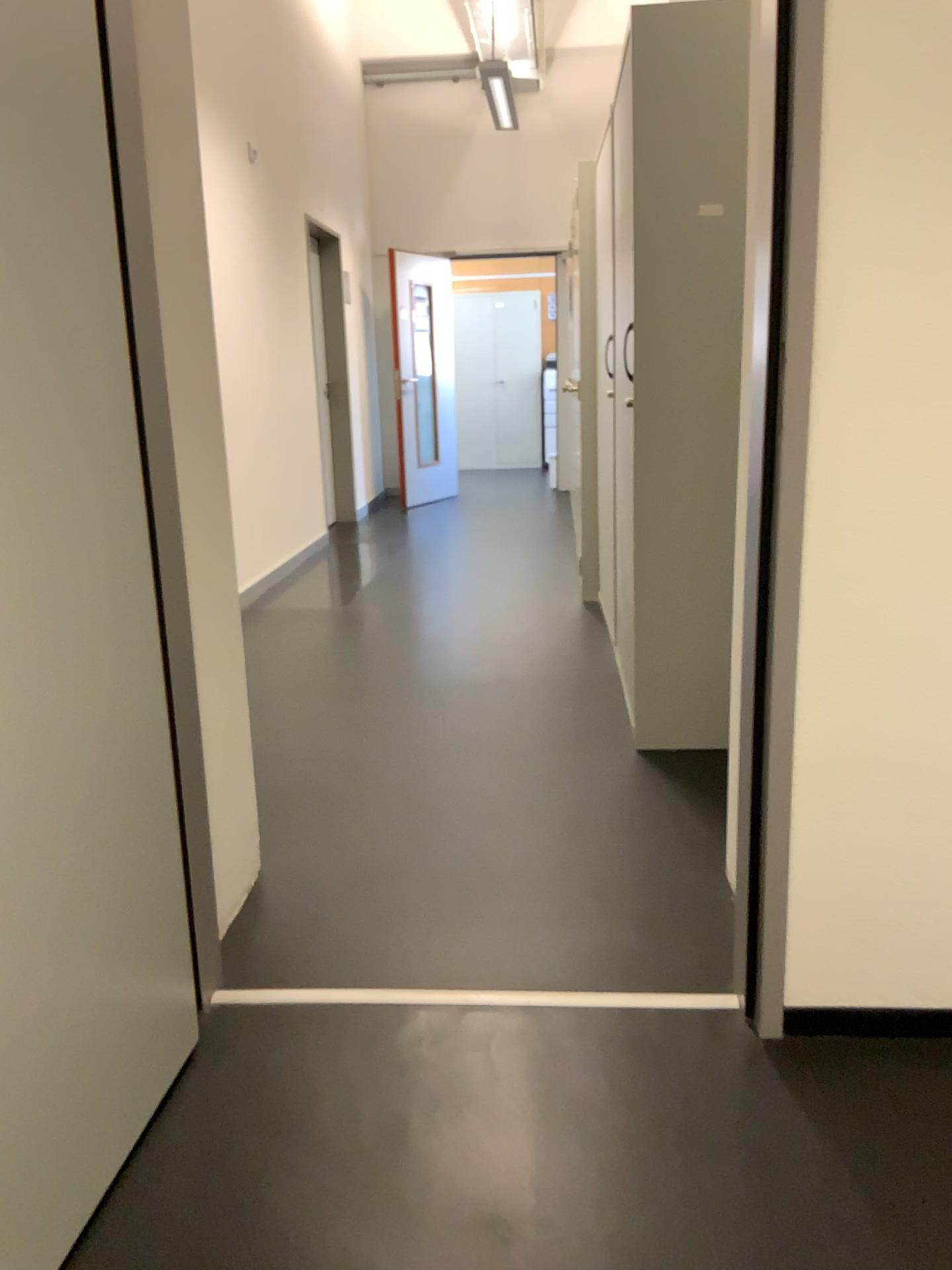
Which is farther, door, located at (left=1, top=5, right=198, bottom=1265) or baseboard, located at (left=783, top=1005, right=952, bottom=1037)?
baseboard, located at (left=783, top=1005, right=952, bottom=1037)

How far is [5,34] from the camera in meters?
1.2

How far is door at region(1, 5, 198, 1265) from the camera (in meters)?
1.18

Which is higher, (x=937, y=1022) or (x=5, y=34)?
(x=5, y=34)

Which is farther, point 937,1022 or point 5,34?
point 937,1022

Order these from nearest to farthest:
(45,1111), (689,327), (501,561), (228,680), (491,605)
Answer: (45,1111), (228,680), (689,327), (491,605), (501,561)
